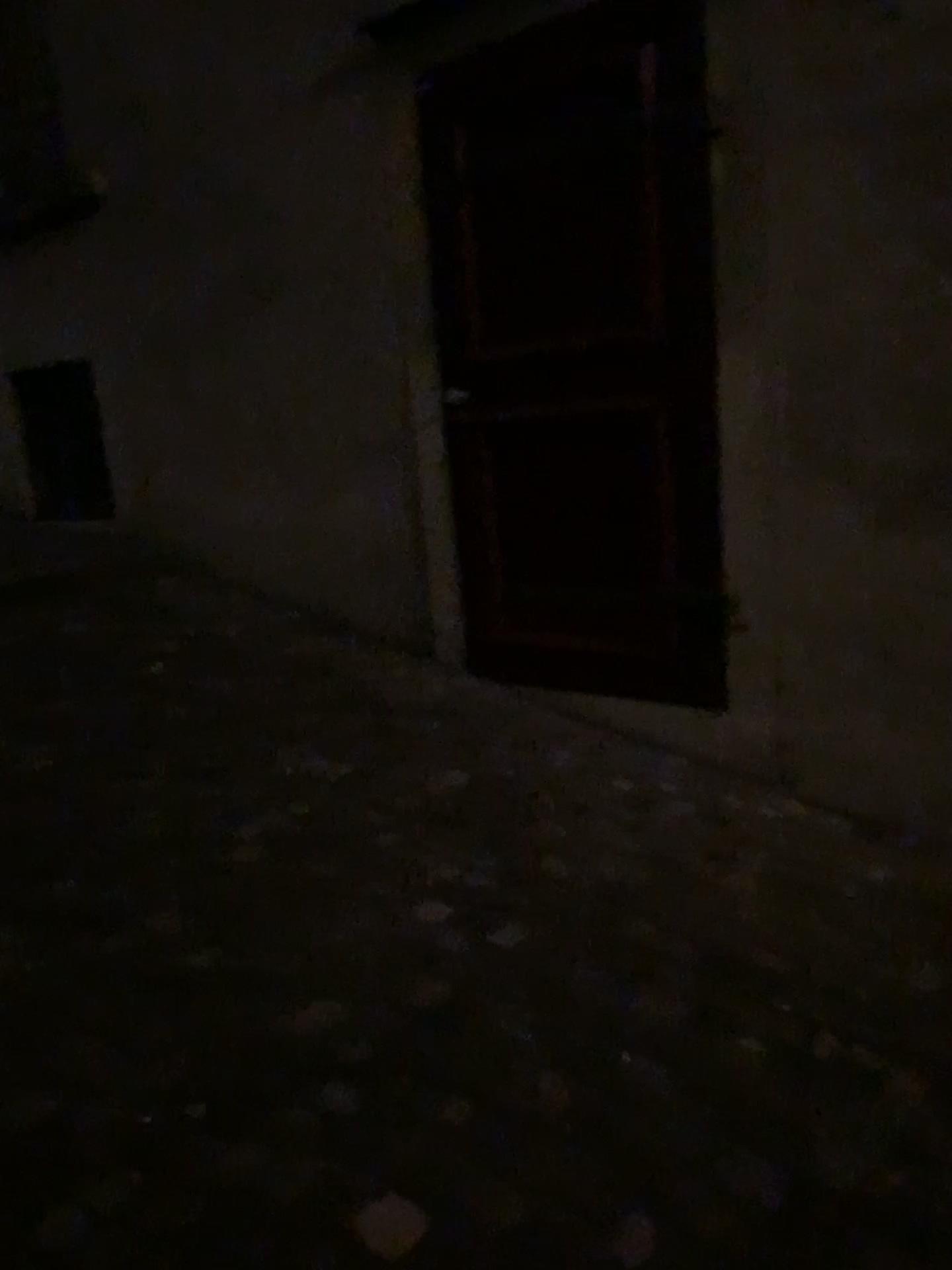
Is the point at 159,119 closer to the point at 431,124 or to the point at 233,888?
the point at 431,124
